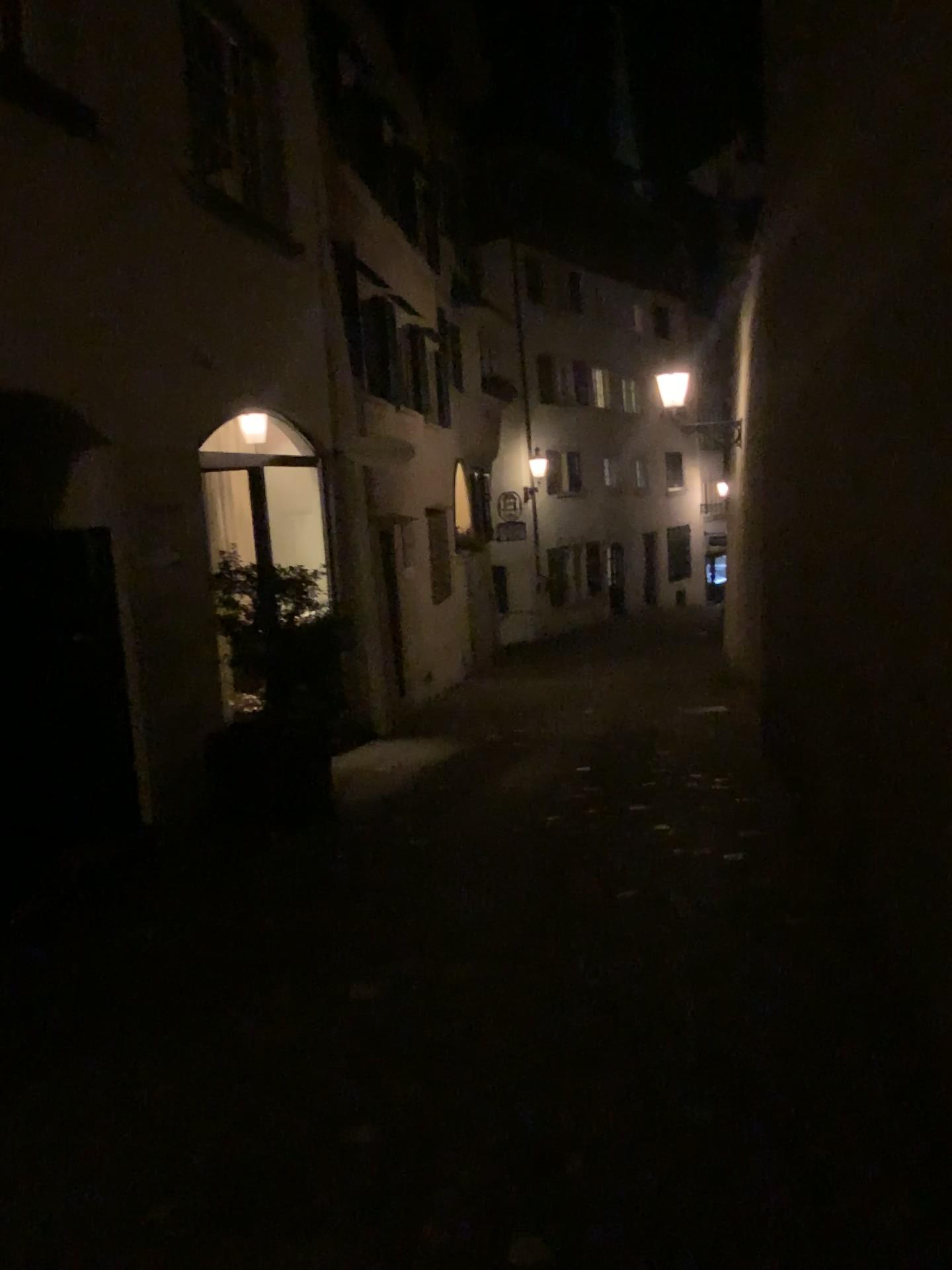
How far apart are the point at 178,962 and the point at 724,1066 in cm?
215
